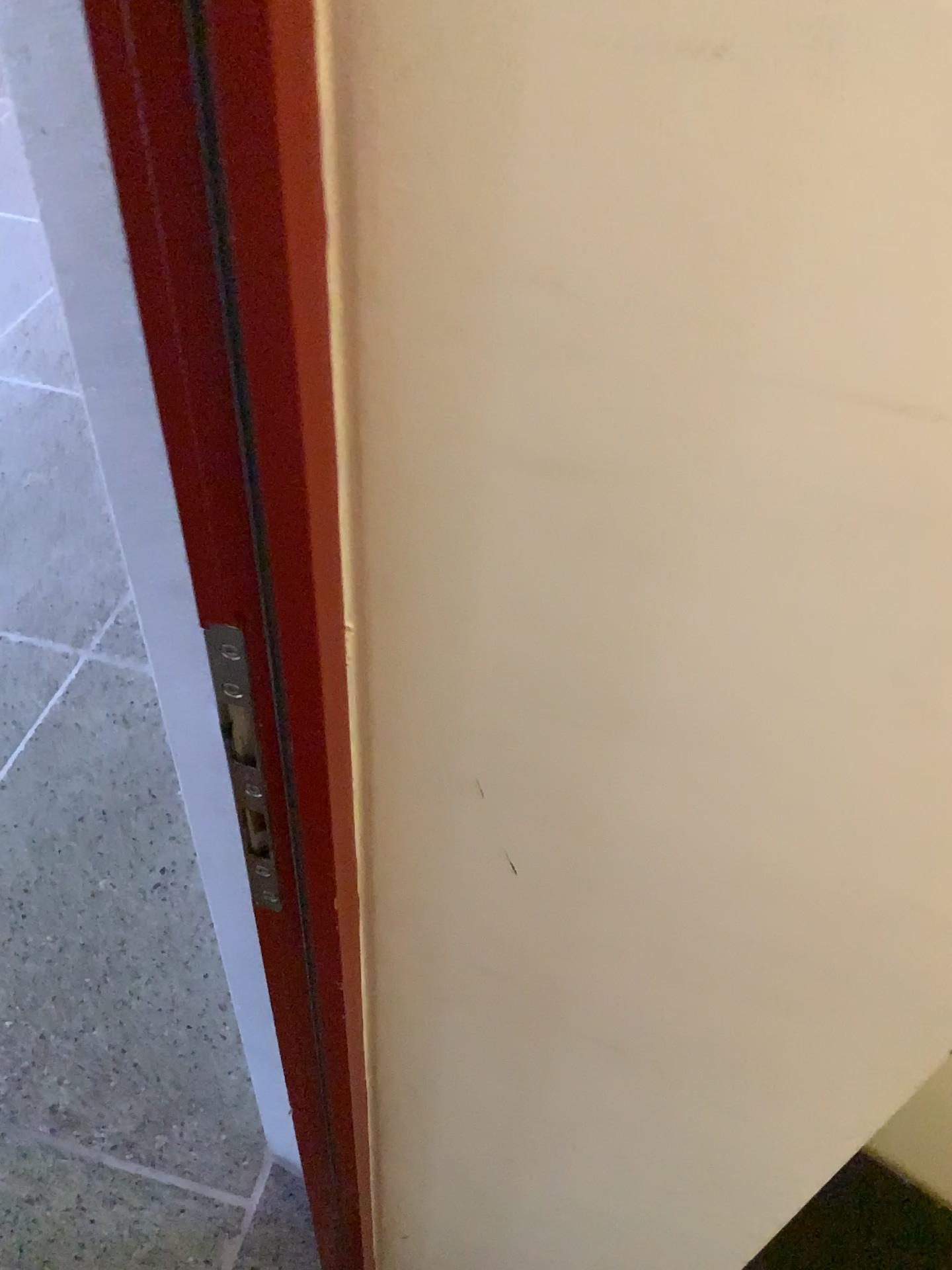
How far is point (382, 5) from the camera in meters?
0.3 m

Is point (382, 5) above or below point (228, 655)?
above

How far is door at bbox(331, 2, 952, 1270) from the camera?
0.26m

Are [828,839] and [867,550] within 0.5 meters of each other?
yes

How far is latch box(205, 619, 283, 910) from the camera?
0.4m

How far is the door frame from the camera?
0.3m

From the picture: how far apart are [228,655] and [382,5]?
0.3m
